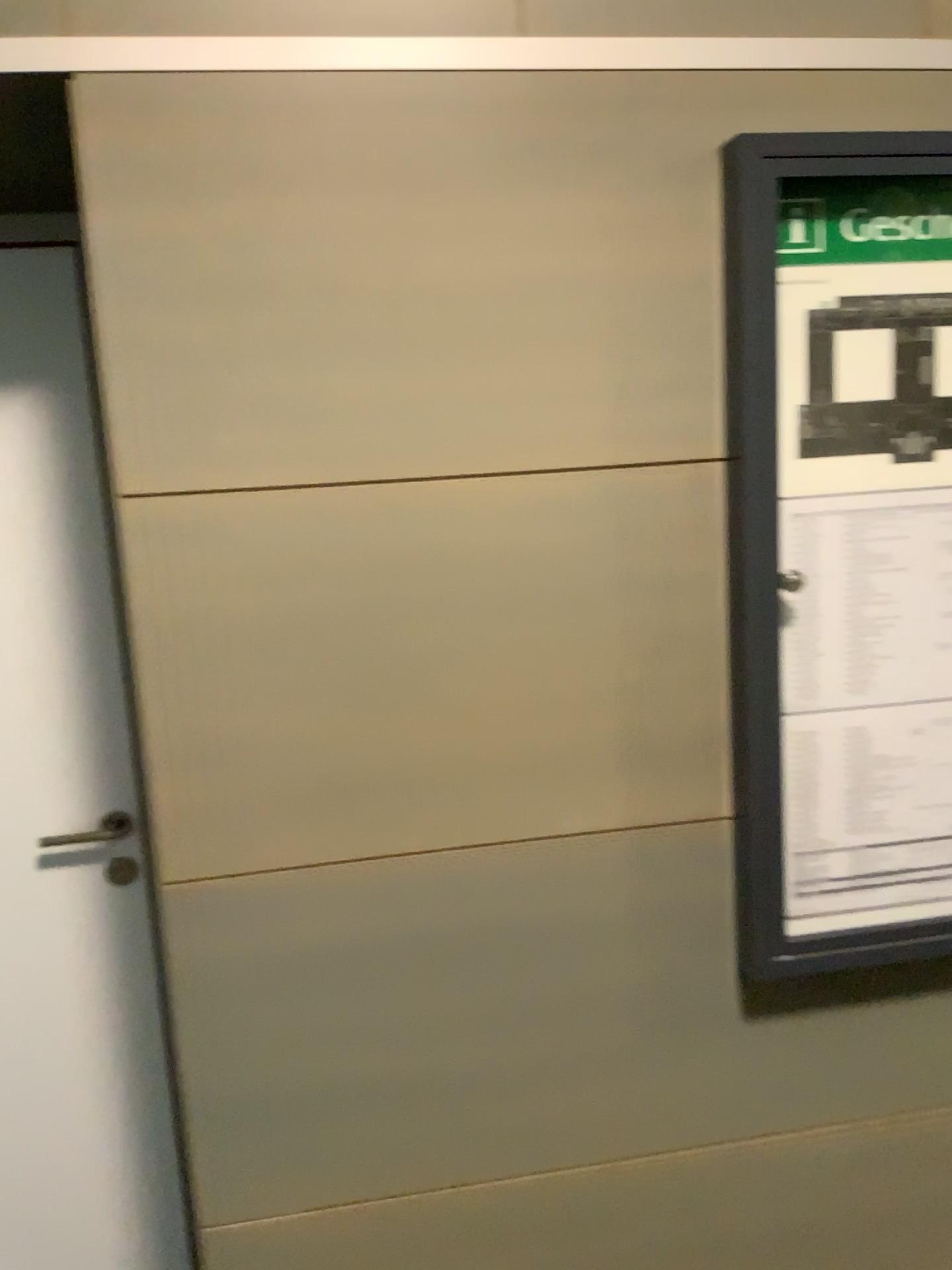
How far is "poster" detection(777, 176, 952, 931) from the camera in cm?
141

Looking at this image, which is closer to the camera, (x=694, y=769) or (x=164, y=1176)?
(x=694, y=769)

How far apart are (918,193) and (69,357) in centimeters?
131cm

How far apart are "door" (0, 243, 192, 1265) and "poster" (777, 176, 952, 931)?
1.1 meters

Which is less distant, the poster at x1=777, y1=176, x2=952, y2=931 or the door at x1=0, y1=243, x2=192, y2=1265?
the poster at x1=777, y1=176, x2=952, y2=931

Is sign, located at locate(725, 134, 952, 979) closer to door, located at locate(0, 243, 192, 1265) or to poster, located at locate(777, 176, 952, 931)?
poster, located at locate(777, 176, 952, 931)

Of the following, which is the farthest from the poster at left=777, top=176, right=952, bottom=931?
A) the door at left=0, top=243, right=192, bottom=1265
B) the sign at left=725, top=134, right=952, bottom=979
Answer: the door at left=0, top=243, right=192, bottom=1265

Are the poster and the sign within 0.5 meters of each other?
yes

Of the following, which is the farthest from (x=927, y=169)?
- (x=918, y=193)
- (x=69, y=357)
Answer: (x=69, y=357)

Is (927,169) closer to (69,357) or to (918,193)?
(918,193)
